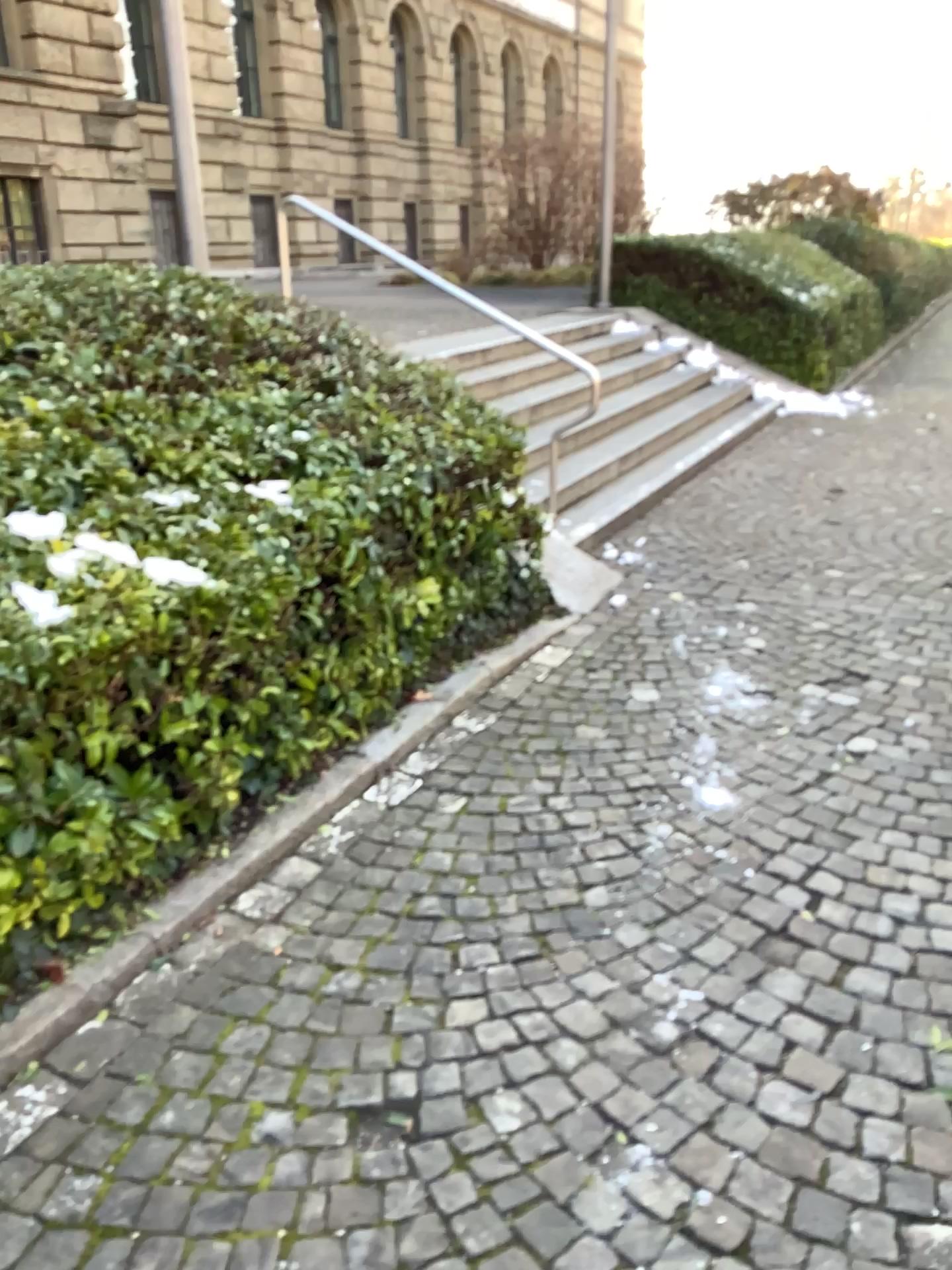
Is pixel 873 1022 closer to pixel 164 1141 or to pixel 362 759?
pixel 164 1141
